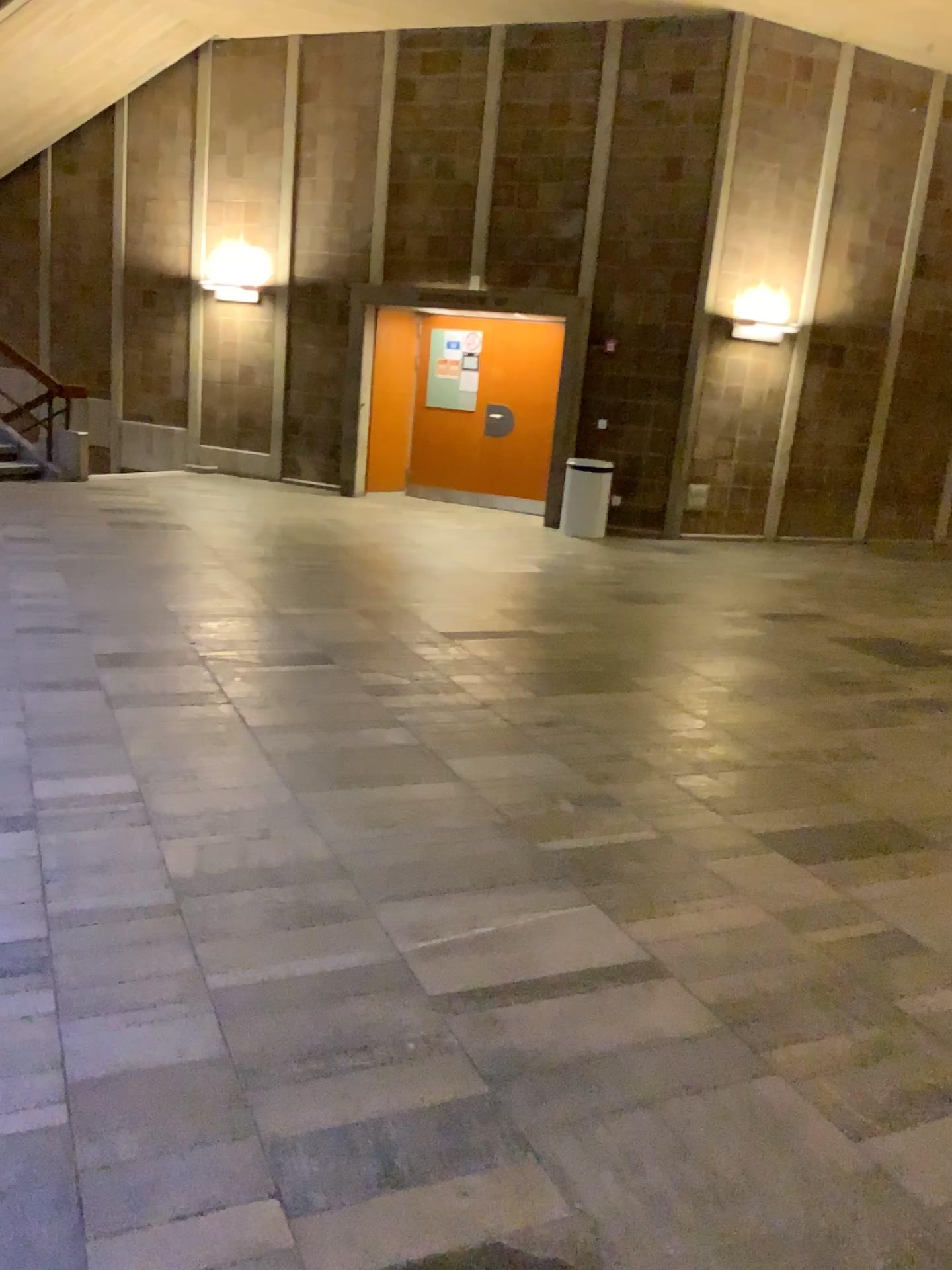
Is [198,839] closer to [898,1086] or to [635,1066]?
[635,1066]
